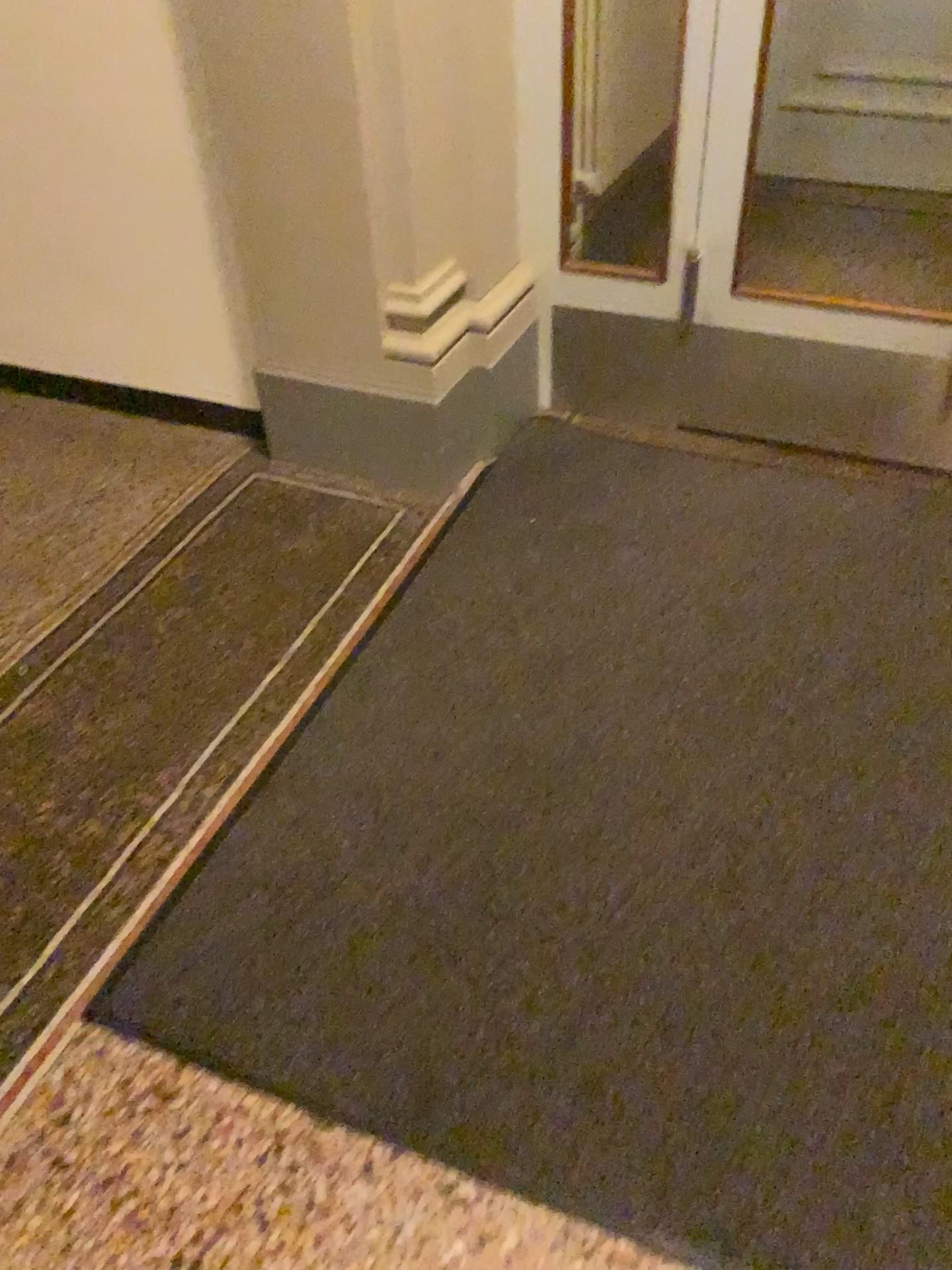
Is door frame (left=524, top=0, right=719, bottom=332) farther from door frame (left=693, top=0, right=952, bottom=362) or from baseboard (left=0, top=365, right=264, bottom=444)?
baseboard (left=0, top=365, right=264, bottom=444)

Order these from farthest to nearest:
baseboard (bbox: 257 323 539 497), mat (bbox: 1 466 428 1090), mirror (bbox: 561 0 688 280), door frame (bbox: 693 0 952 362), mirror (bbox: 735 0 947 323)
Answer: mirror (bbox: 735 0 947 323)
mirror (bbox: 561 0 688 280)
baseboard (bbox: 257 323 539 497)
door frame (bbox: 693 0 952 362)
mat (bbox: 1 466 428 1090)

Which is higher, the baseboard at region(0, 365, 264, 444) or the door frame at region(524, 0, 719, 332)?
the door frame at region(524, 0, 719, 332)

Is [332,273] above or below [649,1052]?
A: above

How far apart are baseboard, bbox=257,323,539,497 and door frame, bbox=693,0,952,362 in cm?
46

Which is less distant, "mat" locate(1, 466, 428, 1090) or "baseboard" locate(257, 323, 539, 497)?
"mat" locate(1, 466, 428, 1090)

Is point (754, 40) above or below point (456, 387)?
above

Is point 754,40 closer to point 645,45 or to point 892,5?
point 645,45

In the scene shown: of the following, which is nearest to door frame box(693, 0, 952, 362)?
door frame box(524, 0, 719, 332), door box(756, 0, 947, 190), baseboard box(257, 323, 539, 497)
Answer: door frame box(524, 0, 719, 332)

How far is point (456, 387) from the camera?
2.71m
